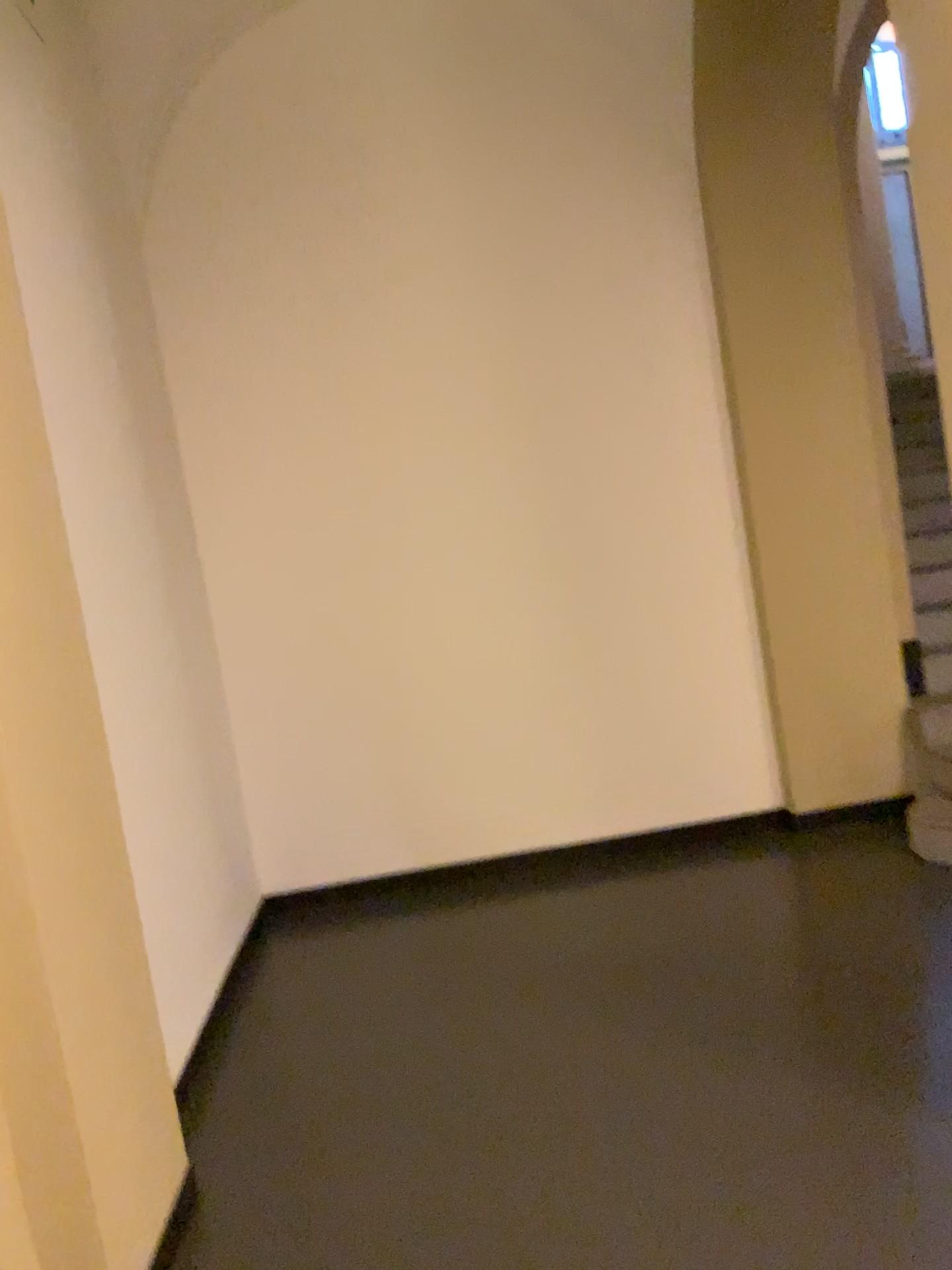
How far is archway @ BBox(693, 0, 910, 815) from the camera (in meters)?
4.29

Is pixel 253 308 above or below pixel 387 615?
above

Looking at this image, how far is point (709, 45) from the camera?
4.29m
